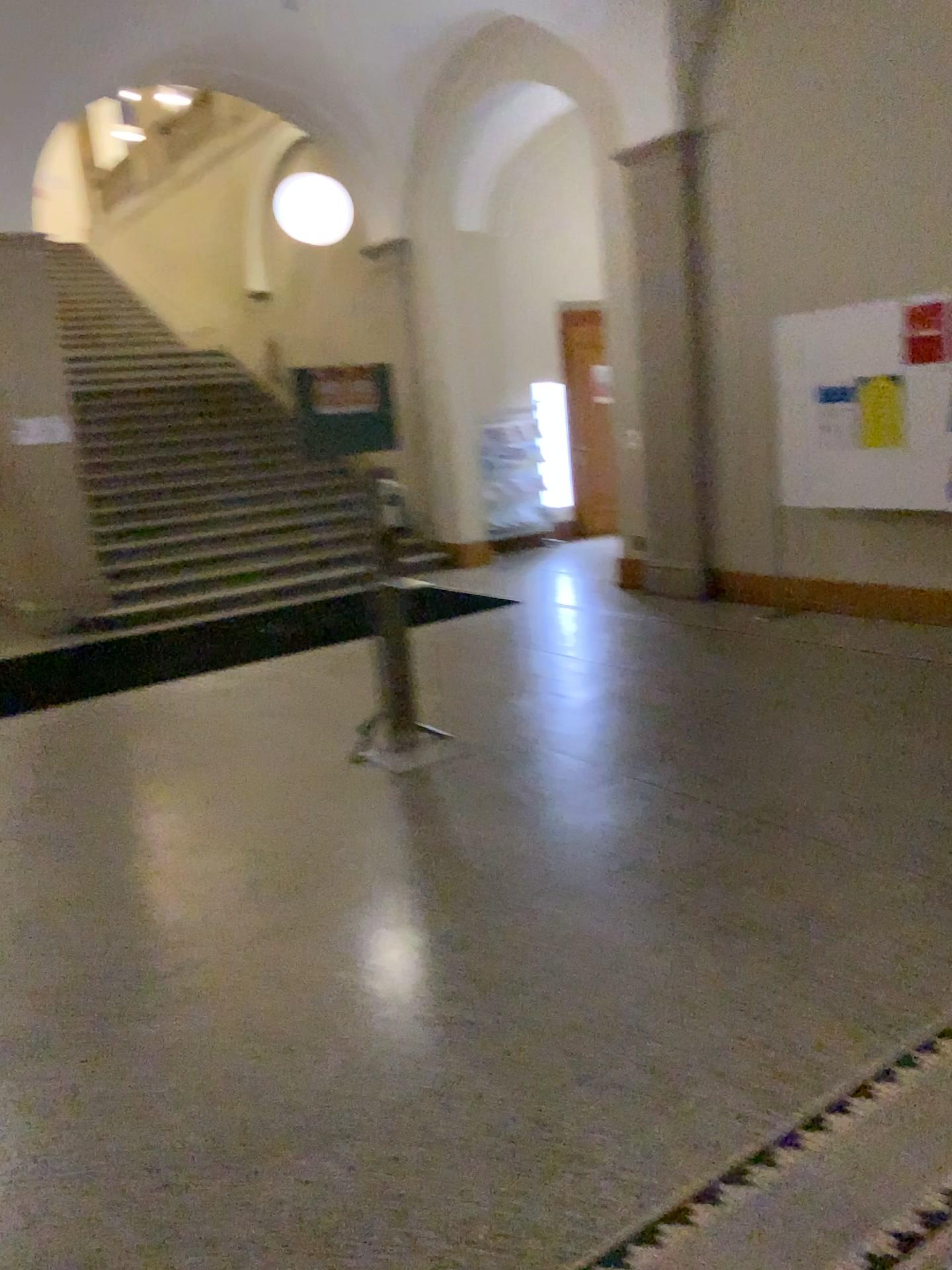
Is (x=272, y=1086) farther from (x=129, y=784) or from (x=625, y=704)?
(x=625, y=704)
